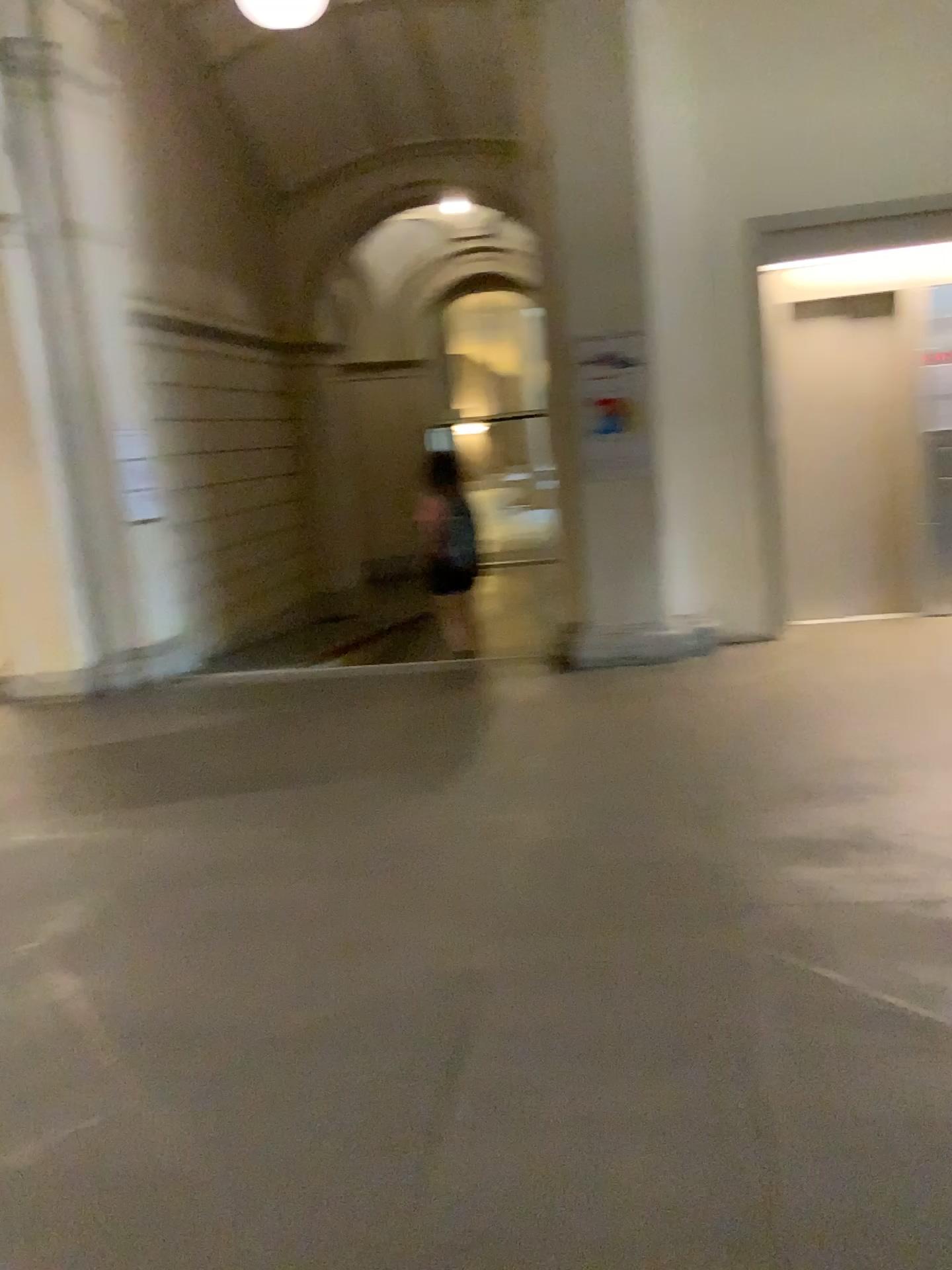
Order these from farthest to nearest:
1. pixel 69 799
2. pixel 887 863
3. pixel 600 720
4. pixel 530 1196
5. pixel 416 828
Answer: pixel 600 720 → pixel 69 799 → pixel 416 828 → pixel 887 863 → pixel 530 1196
